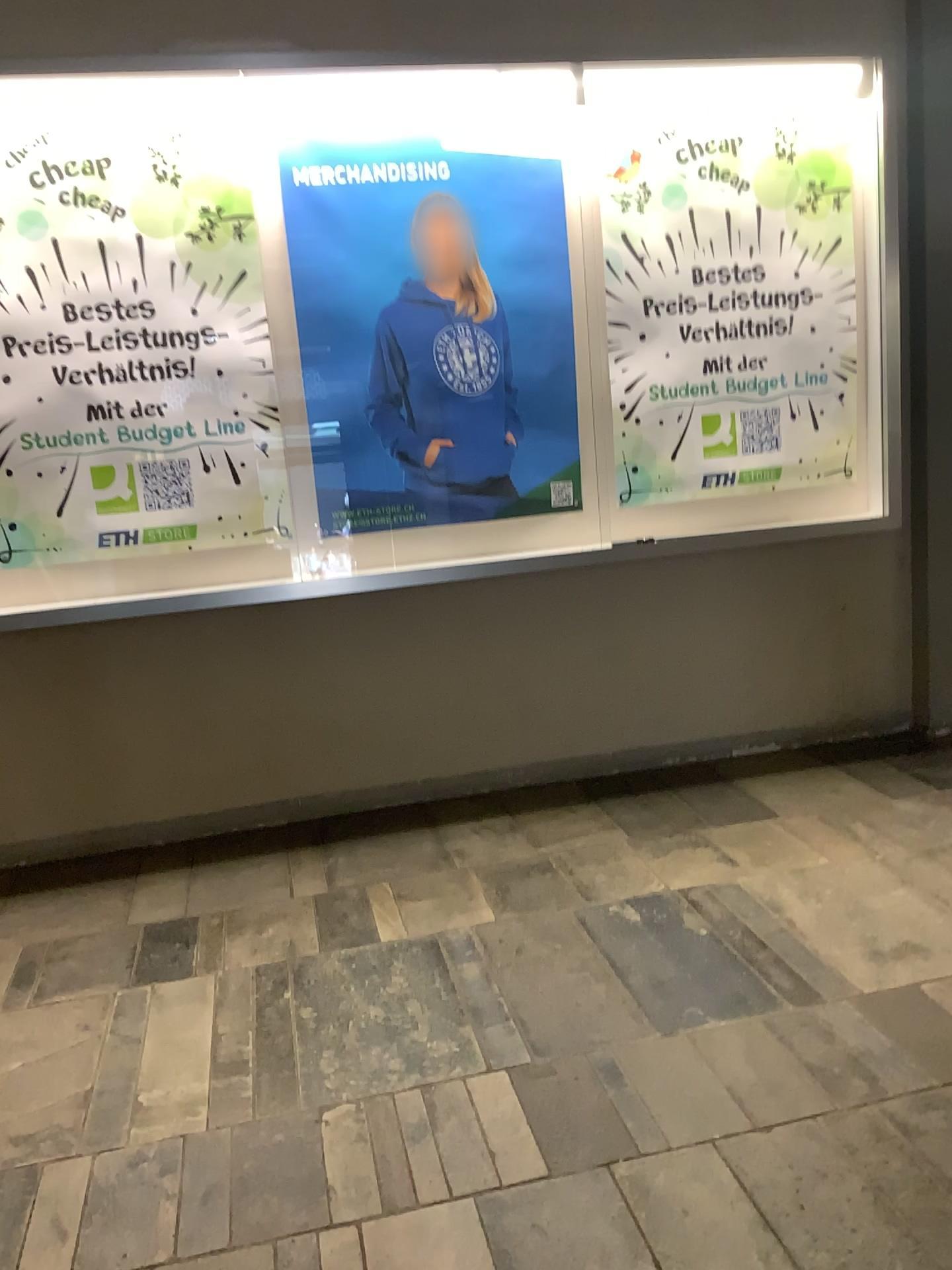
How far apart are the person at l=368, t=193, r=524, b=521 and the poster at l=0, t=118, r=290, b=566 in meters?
0.3

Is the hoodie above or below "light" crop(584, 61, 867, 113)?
below

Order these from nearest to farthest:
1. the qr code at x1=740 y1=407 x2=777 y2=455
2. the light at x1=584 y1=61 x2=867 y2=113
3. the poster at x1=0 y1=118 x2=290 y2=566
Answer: the poster at x1=0 y1=118 x2=290 y2=566 → the light at x1=584 y1=61 x2=867 y2=113 → the qr code at x1=740 y1=407 x2=777 y2=455

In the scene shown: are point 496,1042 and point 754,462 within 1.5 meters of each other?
no

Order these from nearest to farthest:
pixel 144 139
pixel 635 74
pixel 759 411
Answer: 1. pixel 144 139
2. pixel 635 74
3. pixel 759 411

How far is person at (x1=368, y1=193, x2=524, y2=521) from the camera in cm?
314

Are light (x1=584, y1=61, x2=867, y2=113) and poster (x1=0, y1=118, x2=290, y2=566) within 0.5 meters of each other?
no

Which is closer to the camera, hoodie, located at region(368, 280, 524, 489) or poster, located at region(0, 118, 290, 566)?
poster, located at region(0, 118, 290, 566)

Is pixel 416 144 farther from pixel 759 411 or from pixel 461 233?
pixel 759 411

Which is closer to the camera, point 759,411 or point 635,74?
point 635,74
